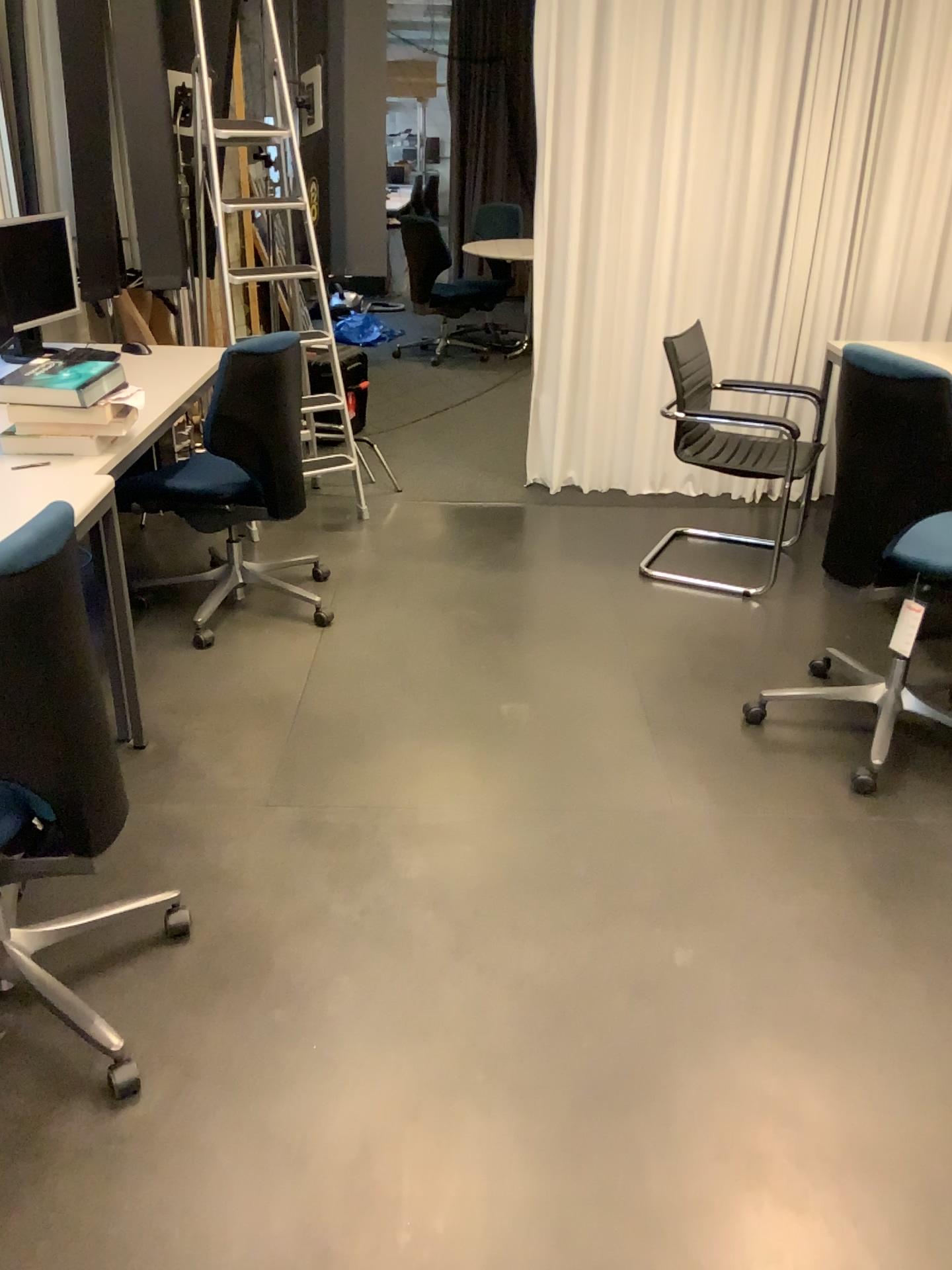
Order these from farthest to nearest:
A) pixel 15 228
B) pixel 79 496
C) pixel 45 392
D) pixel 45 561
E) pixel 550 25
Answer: pixel 550 25
pixel 15 228
pixel 45 392
pixel 79 496
pixel 45 561

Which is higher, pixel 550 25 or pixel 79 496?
pixel 550 25

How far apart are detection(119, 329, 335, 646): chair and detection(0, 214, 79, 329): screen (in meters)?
0.83

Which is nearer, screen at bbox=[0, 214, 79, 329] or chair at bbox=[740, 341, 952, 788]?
chair at bbox=[740, 341, 952, 788]

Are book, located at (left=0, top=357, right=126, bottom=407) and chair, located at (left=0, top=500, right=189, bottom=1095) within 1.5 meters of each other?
yes

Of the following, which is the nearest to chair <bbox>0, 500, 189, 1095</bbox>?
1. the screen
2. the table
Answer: the table

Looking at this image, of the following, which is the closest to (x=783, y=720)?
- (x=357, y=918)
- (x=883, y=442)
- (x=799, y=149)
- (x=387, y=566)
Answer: (x=883, y=442)

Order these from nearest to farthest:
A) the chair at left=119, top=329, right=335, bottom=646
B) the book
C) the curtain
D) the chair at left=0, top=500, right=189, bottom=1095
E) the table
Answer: the chair at left=0, top=500, right=189, bottom=1095 → the table → the book → the chair at left=119, top=329, right=335, bottom=646 → the curtain

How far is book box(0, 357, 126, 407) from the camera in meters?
2.6

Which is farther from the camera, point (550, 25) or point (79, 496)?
point (550, 25)
